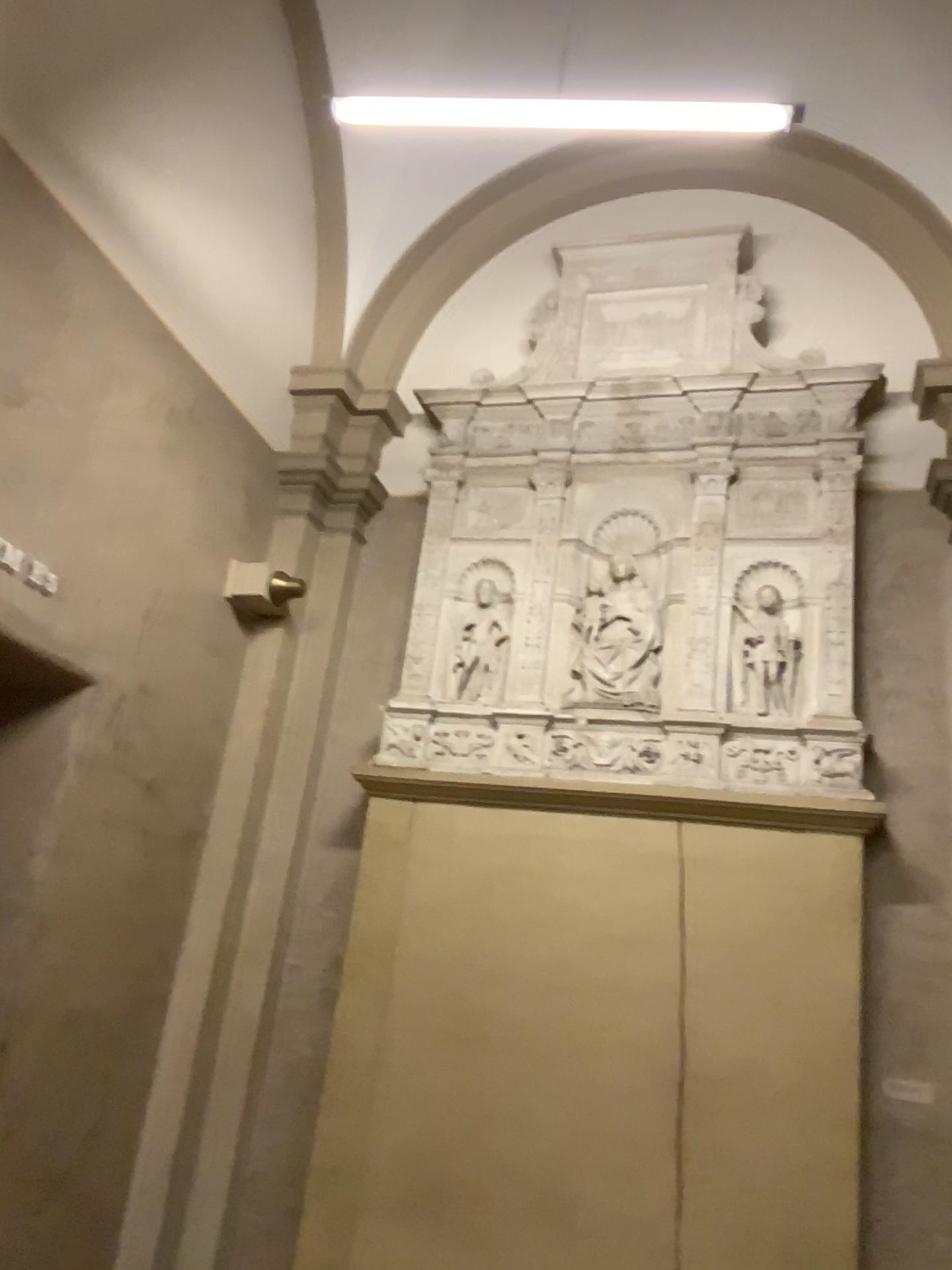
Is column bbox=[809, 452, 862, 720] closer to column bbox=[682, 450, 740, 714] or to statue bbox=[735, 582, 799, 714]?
statue bbox=[735, 582, 799, 714]

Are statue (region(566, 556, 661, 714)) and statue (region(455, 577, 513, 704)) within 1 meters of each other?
yes

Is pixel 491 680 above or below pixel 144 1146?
above

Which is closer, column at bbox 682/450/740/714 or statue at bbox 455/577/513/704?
column at bbox 682/450/740/714

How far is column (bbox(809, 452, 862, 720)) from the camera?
4.60m

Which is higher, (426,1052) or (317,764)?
(317,764)

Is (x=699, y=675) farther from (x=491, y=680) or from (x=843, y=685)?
(x=491, y=680)

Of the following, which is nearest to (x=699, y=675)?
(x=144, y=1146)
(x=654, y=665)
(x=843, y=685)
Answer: (x=654, y=665)

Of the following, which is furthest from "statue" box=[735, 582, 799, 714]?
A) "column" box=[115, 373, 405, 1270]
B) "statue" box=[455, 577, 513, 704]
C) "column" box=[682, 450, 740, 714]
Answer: "column" box=[115, 373, 405, 1270]

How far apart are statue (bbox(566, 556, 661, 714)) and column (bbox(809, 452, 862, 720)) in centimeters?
70cm
